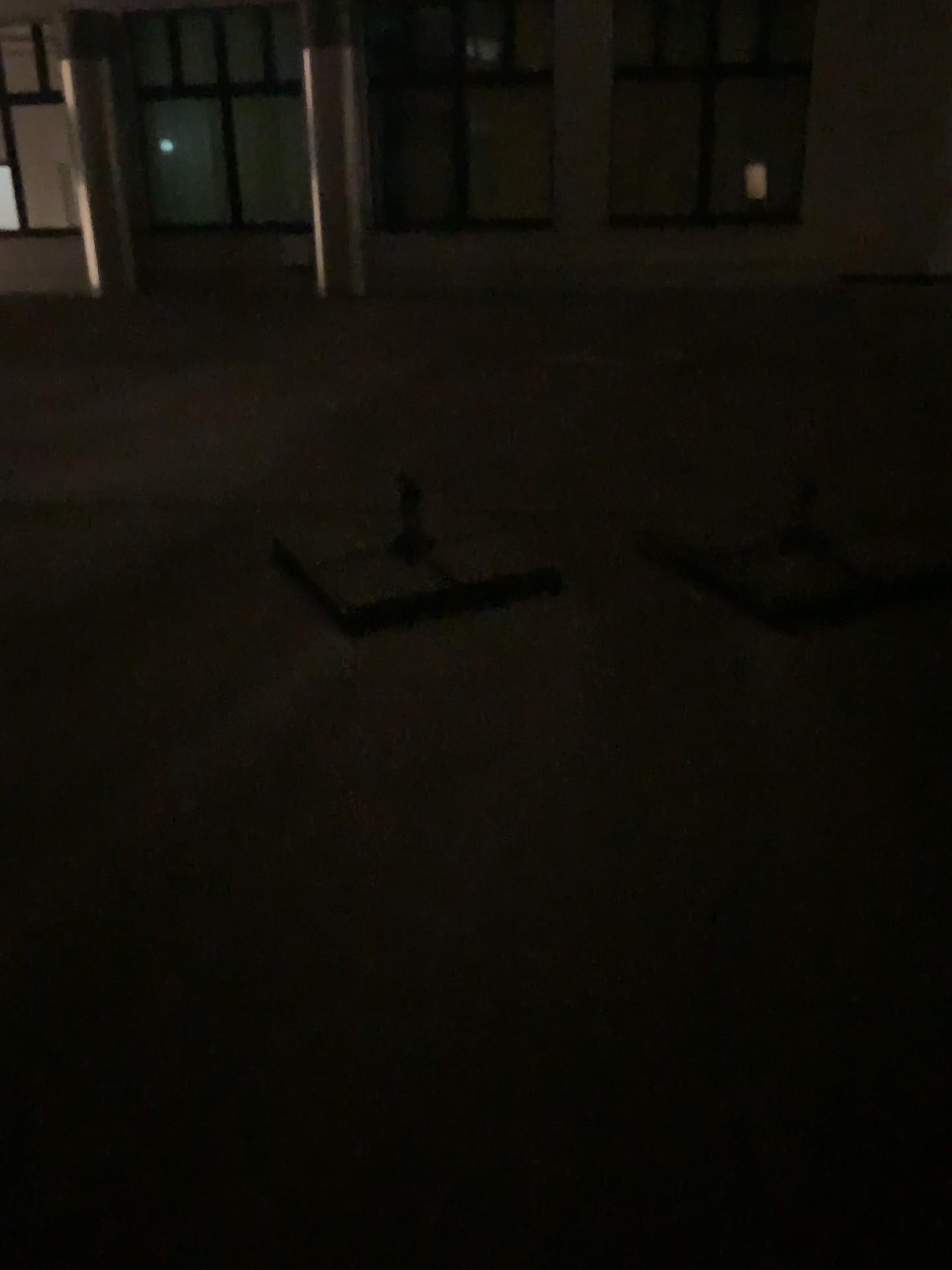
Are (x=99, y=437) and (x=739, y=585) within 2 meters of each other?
no
